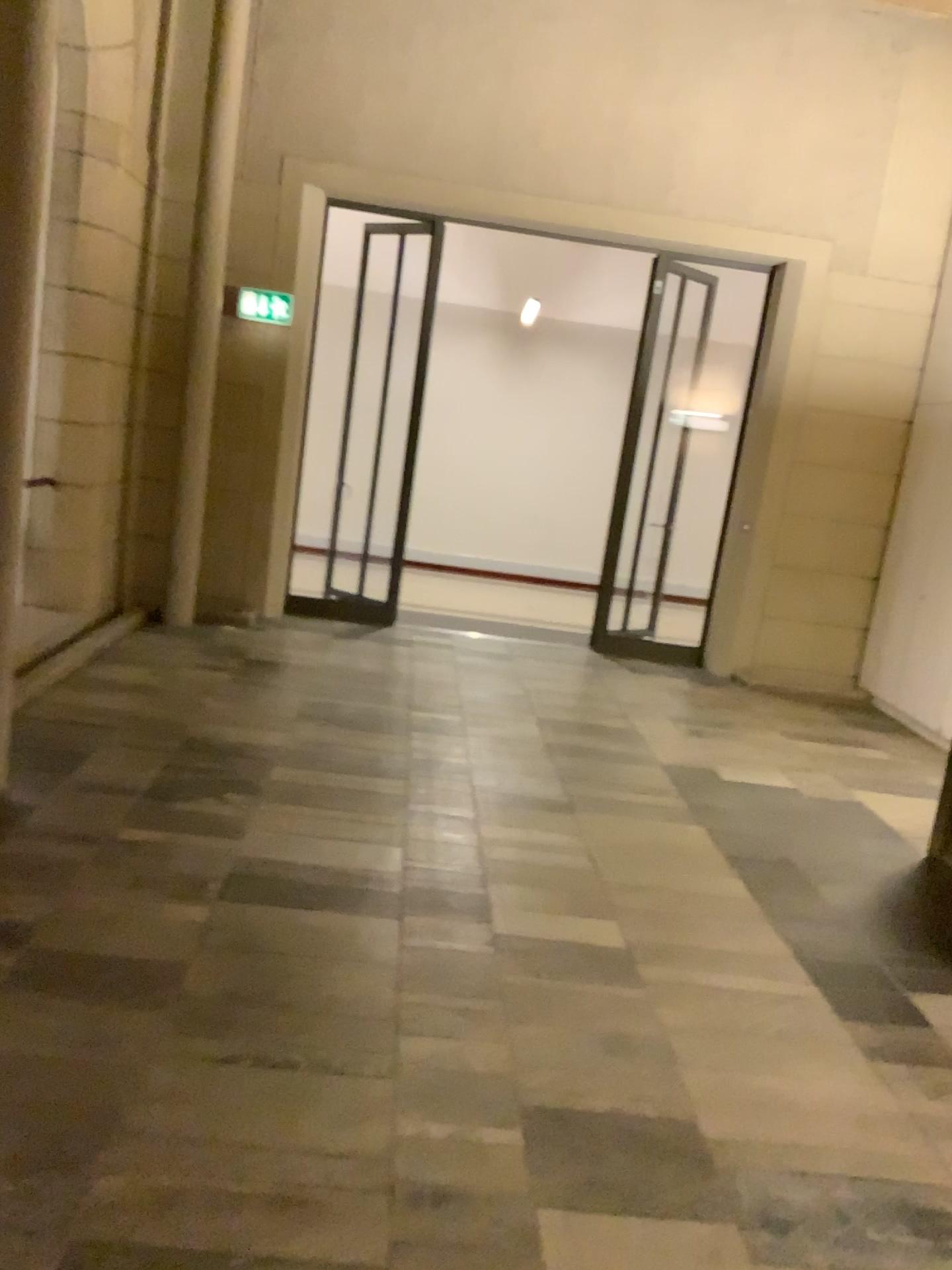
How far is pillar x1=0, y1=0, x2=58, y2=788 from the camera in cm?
358

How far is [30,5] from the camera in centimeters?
358cm

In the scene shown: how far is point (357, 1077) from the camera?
2.60m
